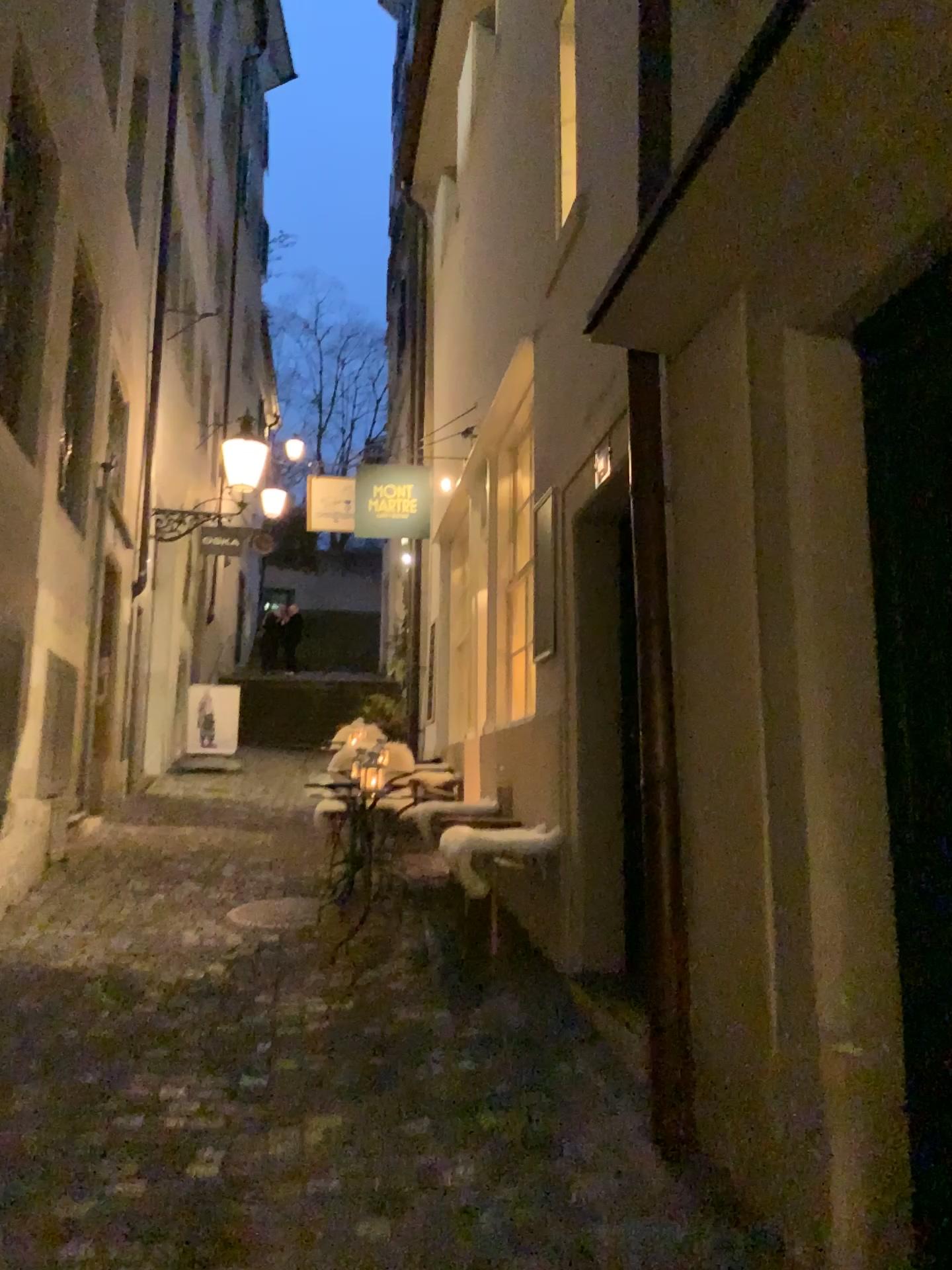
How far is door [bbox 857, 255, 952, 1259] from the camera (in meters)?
2.11

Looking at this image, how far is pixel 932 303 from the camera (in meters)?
2.11

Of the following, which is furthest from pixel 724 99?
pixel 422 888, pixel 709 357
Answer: pixel 422 888
